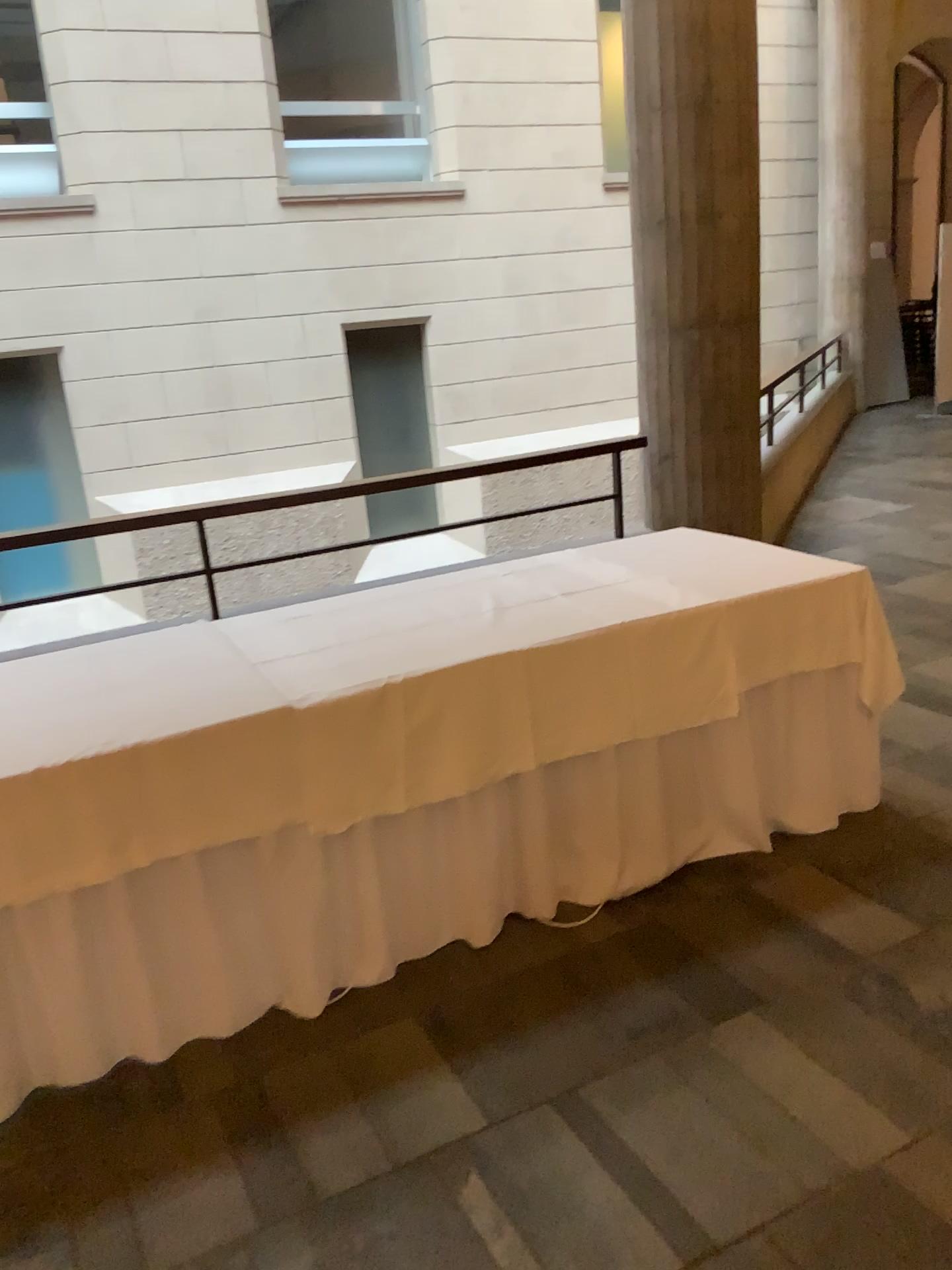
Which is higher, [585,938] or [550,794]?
[550,794]
